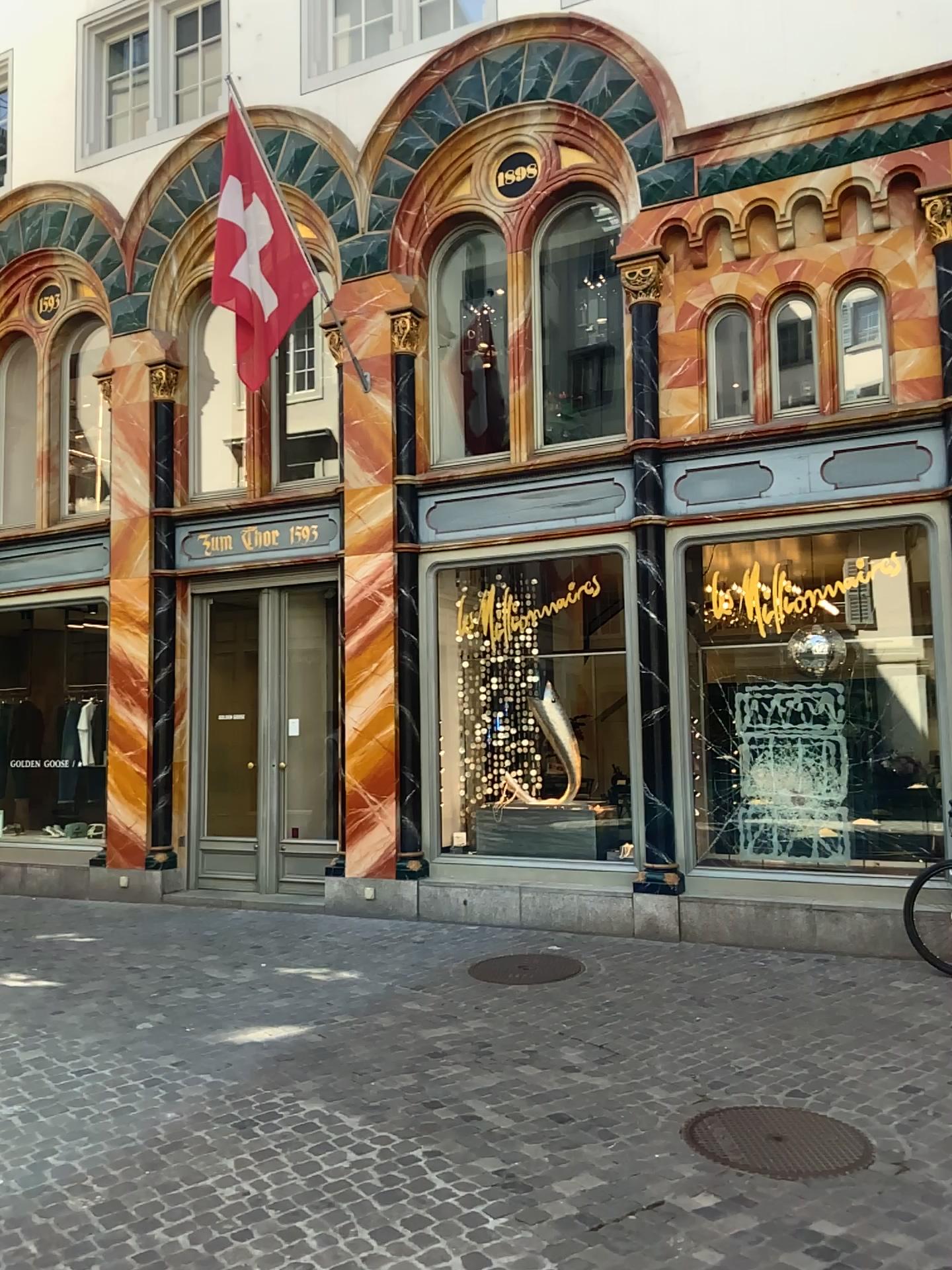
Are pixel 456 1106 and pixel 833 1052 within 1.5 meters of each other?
no
